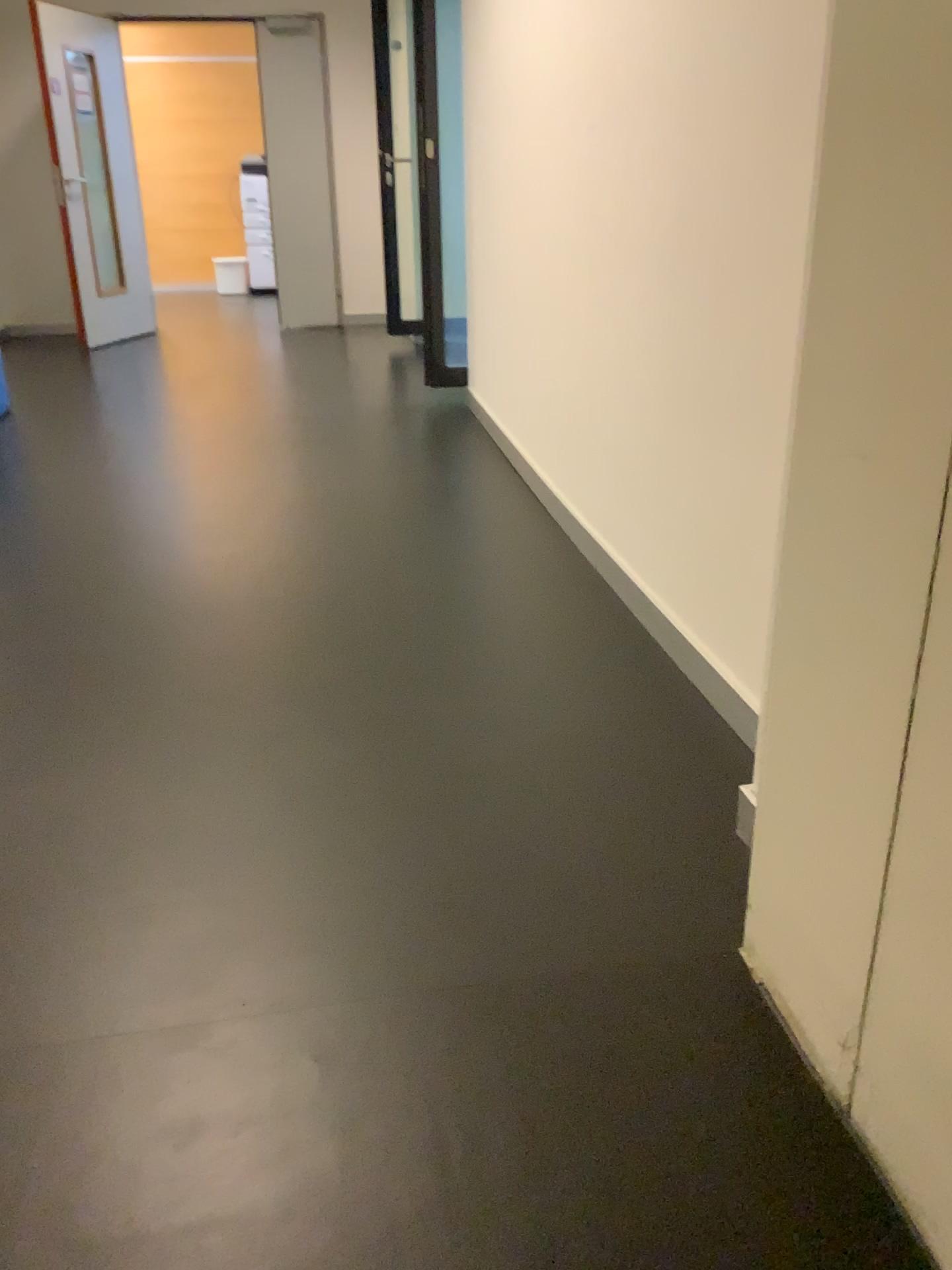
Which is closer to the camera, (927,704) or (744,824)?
(927,704)

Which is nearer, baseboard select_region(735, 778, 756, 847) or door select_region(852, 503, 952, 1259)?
door select_region(852, 503, 952, 1259)

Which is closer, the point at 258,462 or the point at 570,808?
the point at 570,808

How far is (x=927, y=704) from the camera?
0.9m

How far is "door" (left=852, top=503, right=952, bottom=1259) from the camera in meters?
0.9 m

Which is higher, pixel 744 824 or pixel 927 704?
pixel 927 704
